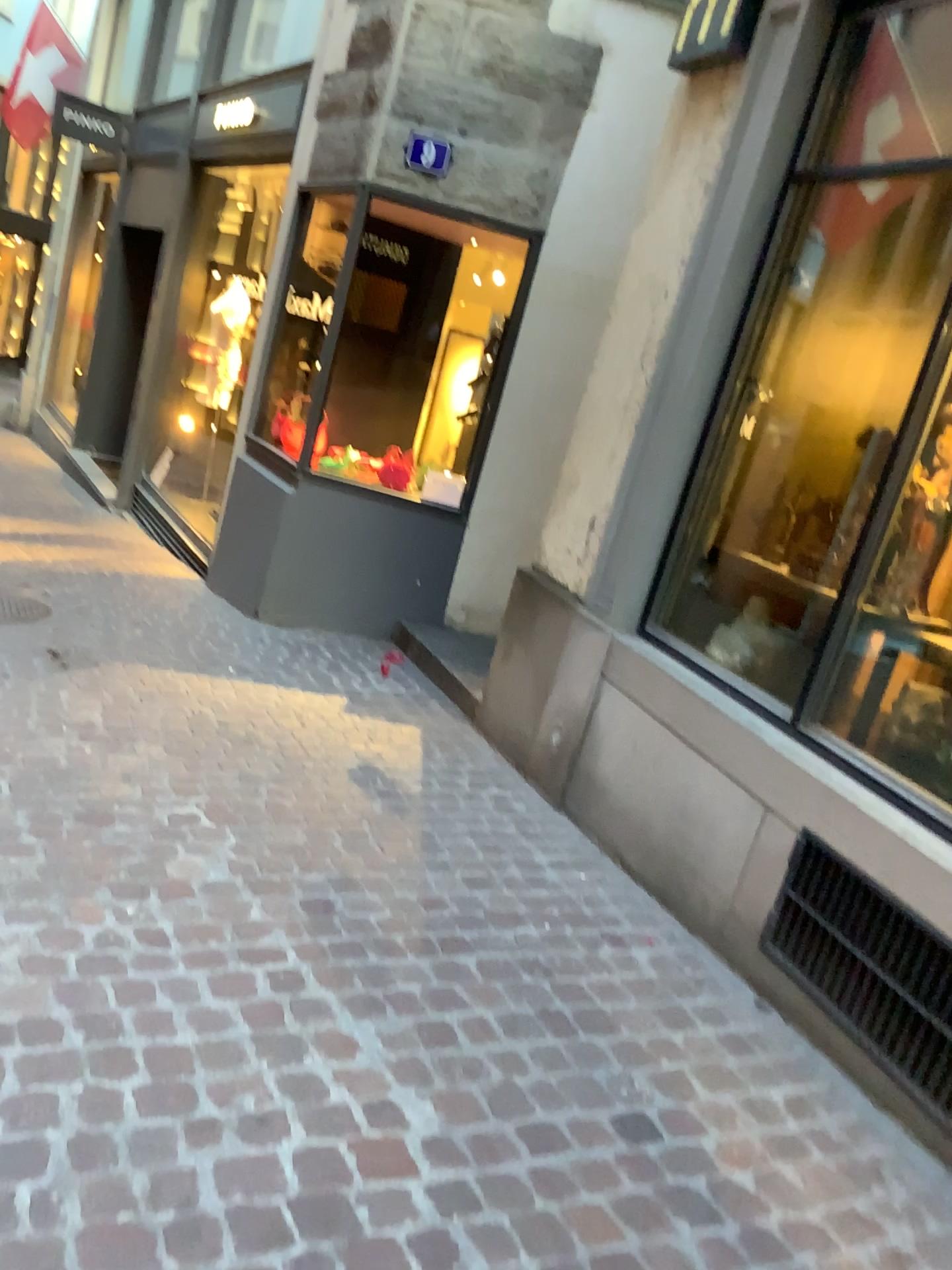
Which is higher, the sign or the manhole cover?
the sign

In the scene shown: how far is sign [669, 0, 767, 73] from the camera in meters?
3.4 m

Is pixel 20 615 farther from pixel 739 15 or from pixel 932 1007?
pixel 932 1007

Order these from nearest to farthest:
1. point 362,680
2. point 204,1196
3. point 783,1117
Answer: point 204,1196
point 783,1117
point 362,680

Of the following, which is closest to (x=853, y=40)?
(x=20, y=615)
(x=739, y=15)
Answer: (x=739, y=15)

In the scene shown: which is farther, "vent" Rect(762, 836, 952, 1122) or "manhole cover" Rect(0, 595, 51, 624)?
"manhole cover" Rect(0, 595, 51, 624)

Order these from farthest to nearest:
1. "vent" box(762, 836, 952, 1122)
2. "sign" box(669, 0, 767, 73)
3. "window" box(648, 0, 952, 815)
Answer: "sign" box(669, 0, 767, 73) → "window" box(648, 0, 952, 815) → "vent" box(762, 836, 952, 1122)

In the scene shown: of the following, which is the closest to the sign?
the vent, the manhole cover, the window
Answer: the window

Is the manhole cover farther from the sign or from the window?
the sign

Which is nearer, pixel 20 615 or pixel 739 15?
pixel 739 15
